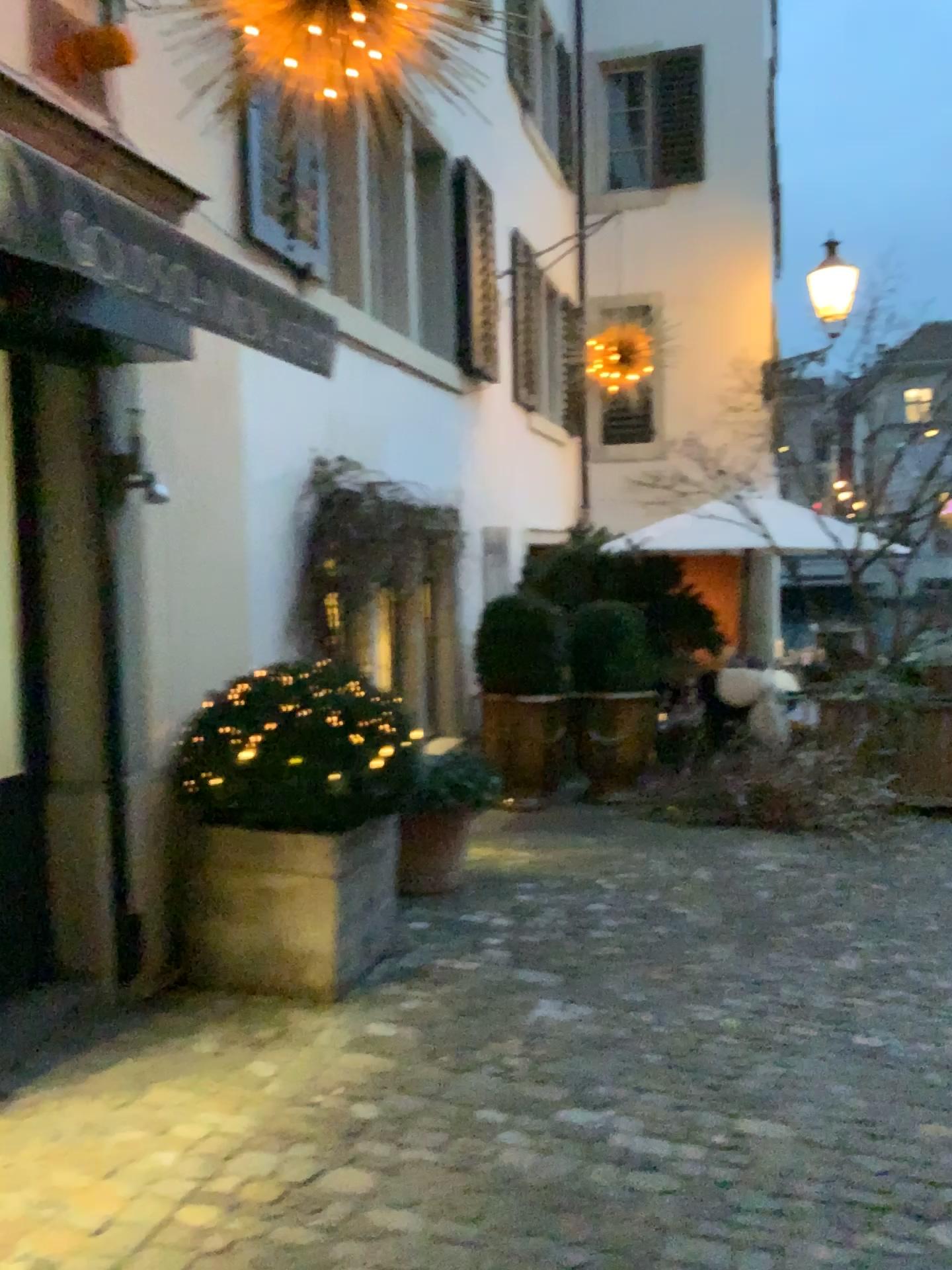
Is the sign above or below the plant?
above

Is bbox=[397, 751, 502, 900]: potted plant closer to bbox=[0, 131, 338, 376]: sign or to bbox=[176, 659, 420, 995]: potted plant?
bbox=[176, 659, 420, 995]: potted plant

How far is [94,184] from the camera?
2.5m

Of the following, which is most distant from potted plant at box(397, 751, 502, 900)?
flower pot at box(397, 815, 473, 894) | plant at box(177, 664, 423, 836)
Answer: plant at box(177, 664, 423, 836)

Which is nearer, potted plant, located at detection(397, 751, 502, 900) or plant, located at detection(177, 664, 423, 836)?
plant, located at detection(177, 664, 423, 836)

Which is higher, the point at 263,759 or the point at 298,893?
the point at 263,759

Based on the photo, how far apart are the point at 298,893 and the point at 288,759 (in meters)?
0.46

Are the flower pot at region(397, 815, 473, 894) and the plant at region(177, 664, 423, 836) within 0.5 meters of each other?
no

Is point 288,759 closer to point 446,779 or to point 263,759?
point 263,759

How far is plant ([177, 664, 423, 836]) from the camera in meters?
3.5 m
